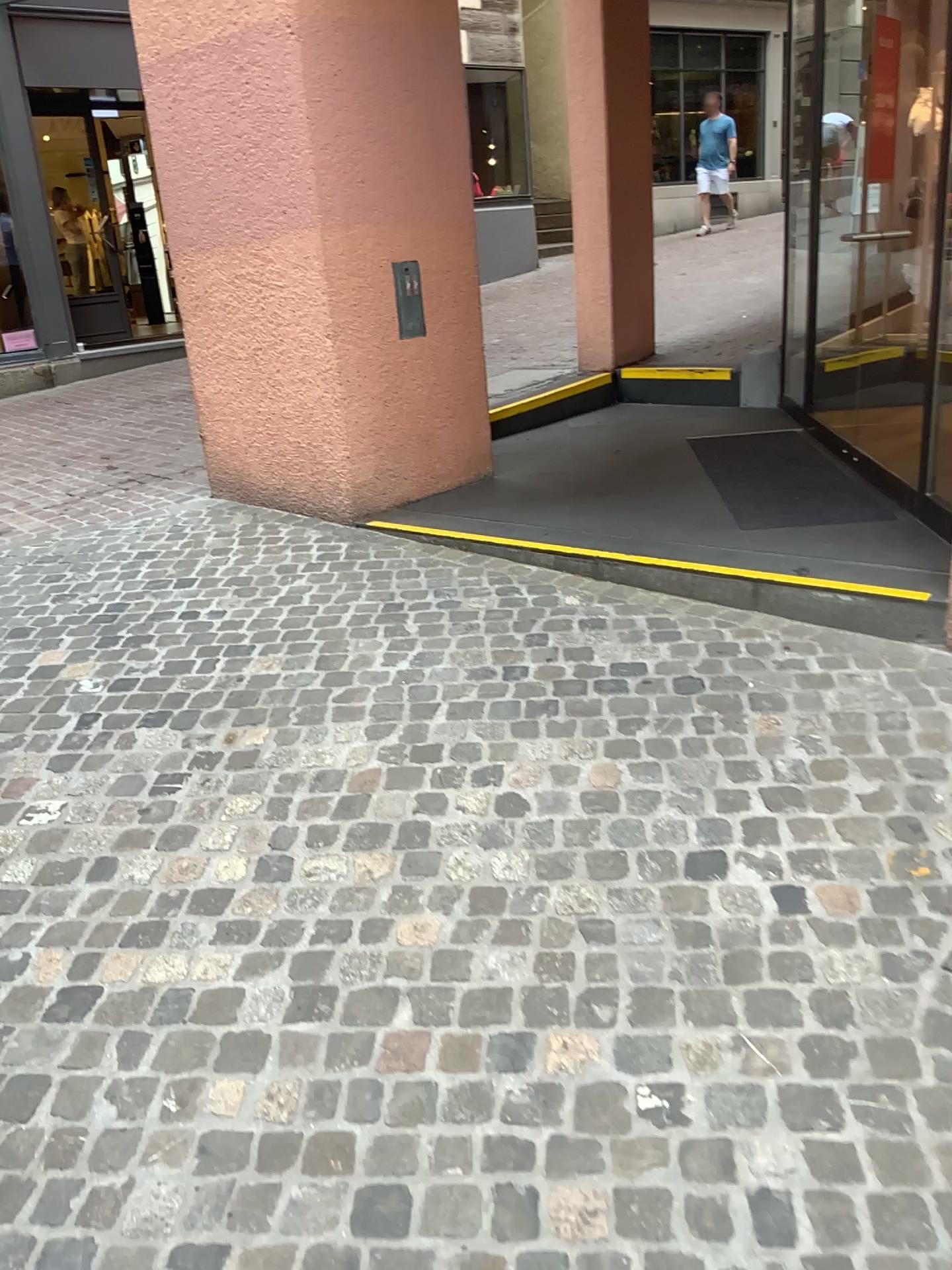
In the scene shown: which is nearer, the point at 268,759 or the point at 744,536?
the point at 268,759
